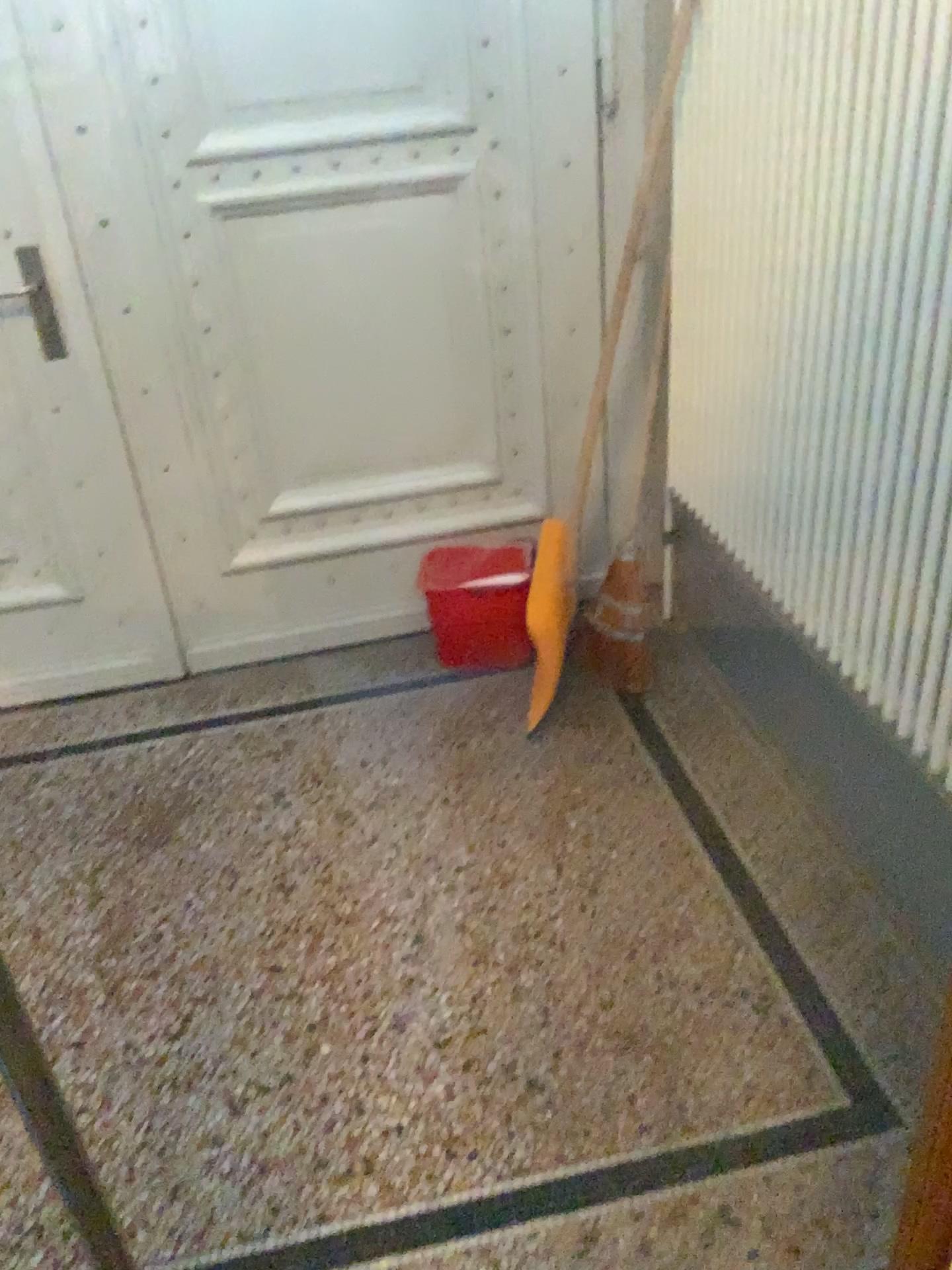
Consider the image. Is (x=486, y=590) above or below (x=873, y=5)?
below

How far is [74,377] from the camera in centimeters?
85cm

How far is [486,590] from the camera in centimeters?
120cm

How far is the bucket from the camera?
1.20m
